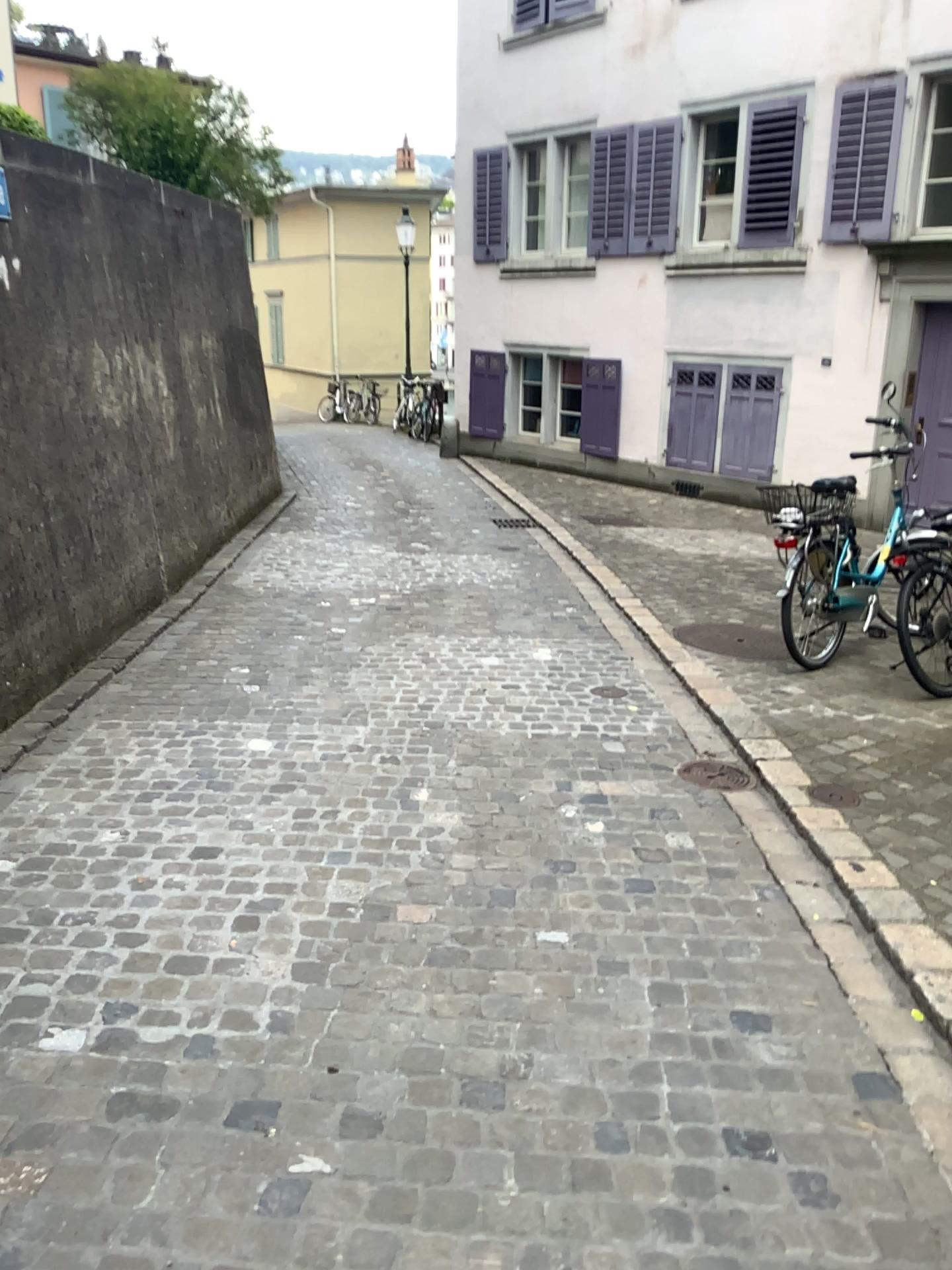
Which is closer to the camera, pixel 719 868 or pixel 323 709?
pixel 719 868
